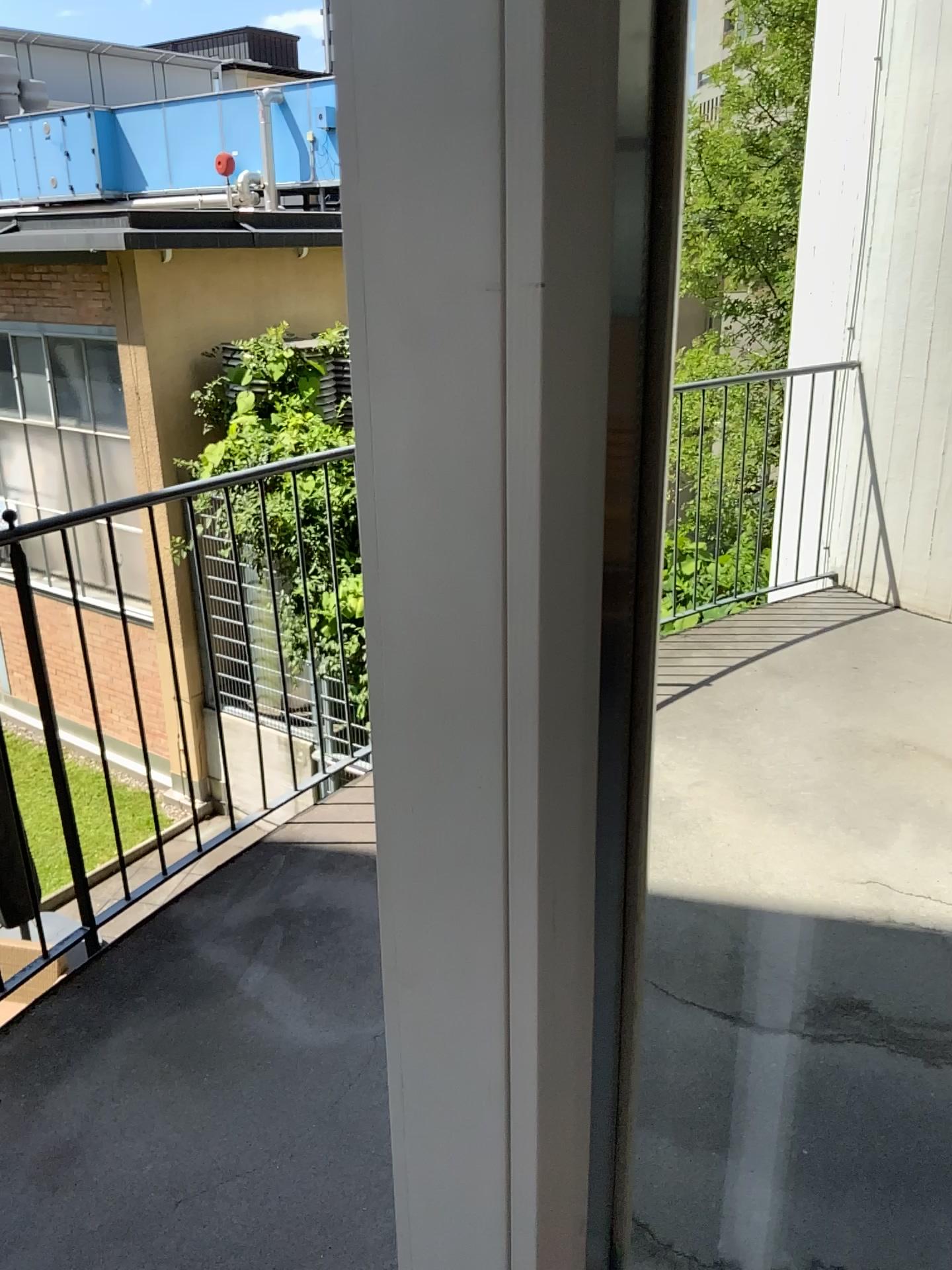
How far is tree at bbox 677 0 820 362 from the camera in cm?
110

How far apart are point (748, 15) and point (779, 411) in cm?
41

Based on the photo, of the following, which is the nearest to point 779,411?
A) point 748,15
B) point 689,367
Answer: point 689,367

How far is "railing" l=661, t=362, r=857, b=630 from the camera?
1.15m

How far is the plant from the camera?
1.2m

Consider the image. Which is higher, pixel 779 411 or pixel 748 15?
pixel 748 15

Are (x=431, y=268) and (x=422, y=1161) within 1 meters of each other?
yes
